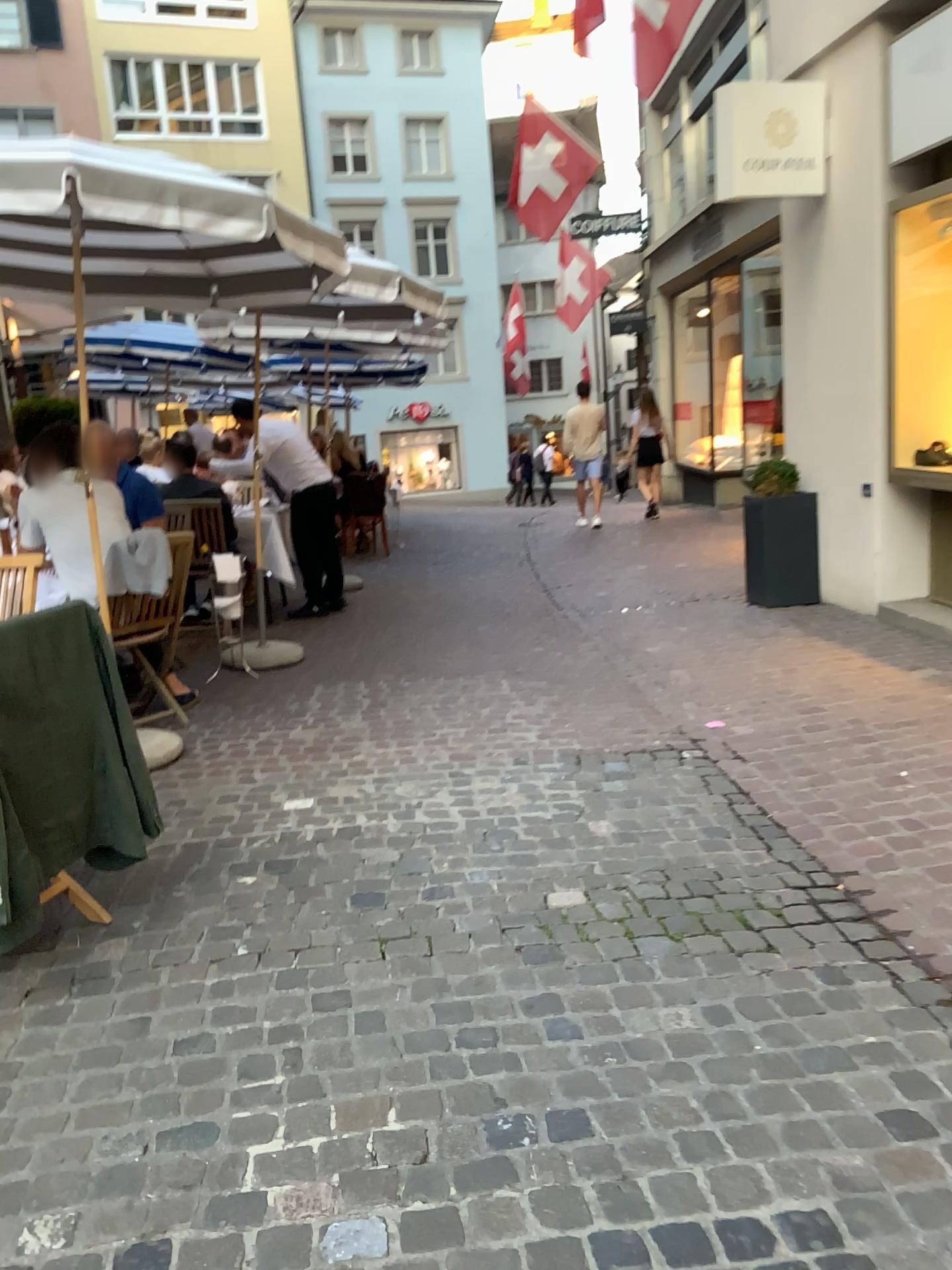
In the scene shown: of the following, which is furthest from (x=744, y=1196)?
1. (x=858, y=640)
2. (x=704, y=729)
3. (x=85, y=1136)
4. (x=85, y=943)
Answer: (x=858, y=640)

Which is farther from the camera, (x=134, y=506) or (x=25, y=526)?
(x=134, y=506)

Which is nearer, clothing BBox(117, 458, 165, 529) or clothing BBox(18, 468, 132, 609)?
clothing BBox(18, 468, 132, 609)
